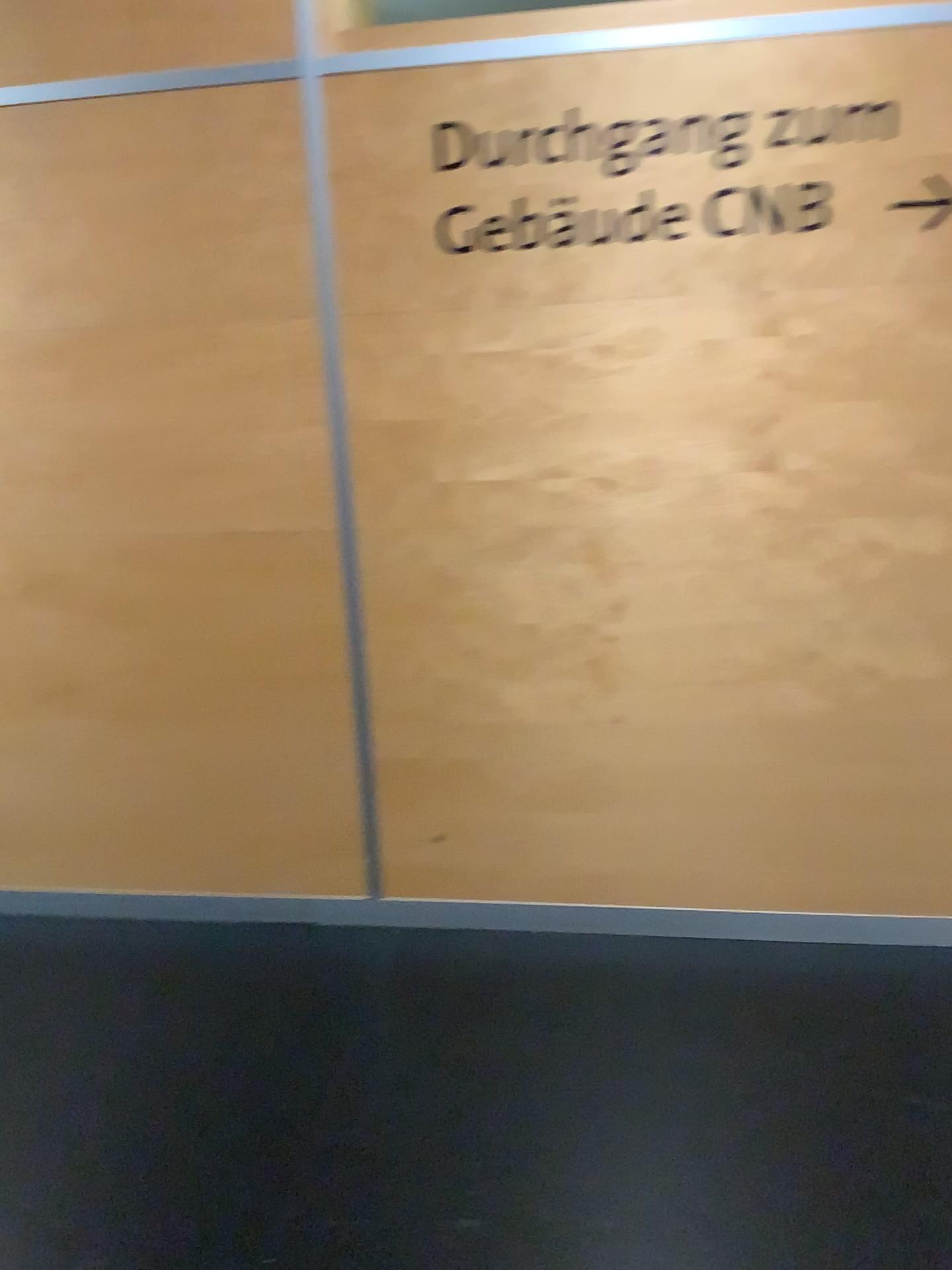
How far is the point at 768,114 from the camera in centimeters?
220cm

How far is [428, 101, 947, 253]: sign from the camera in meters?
2.2 m

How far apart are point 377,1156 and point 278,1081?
0.3m
